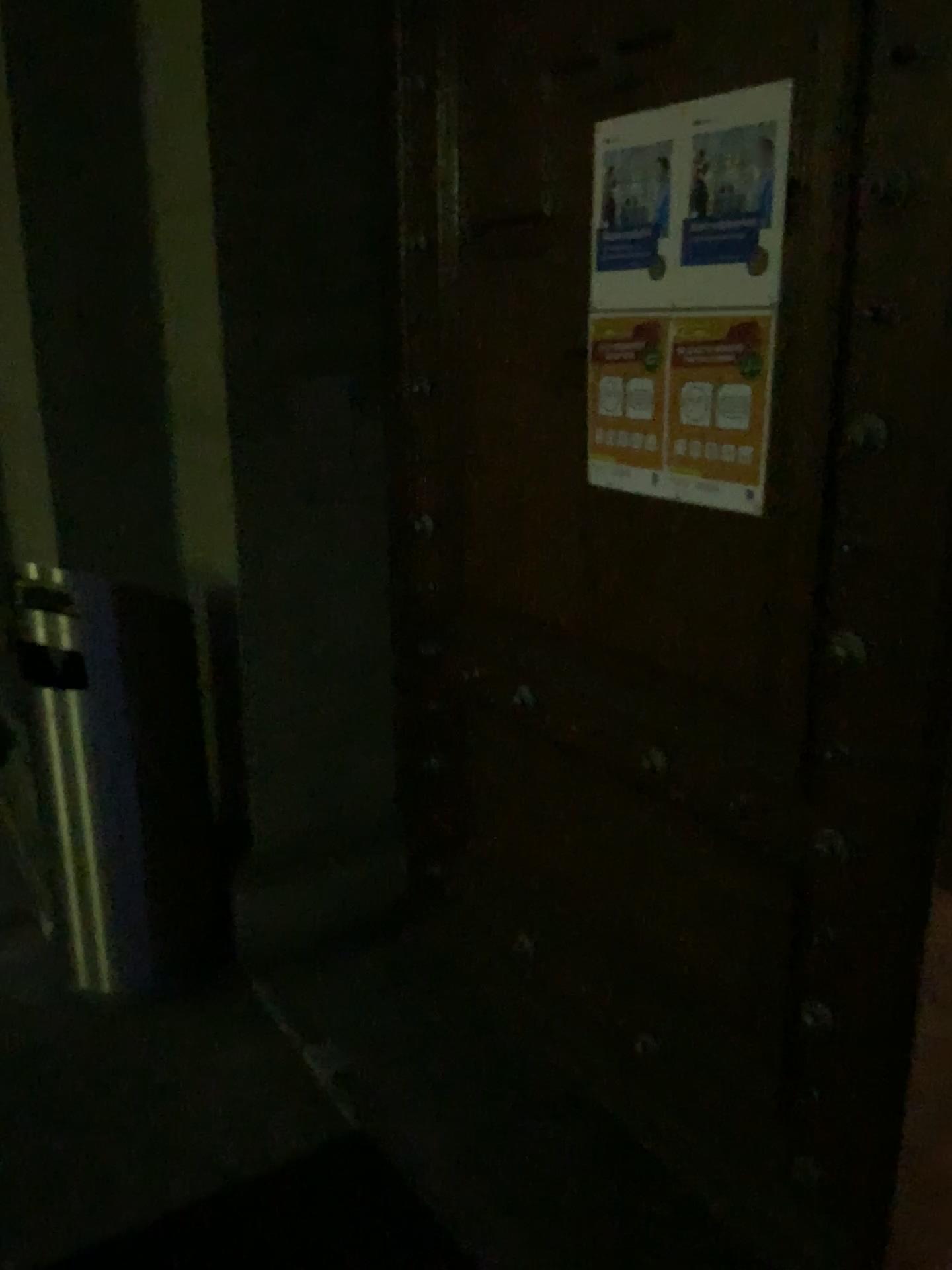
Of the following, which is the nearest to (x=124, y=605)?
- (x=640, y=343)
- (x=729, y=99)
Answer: (x=640, y=343)

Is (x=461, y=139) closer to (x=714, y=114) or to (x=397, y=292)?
(x=397, y=292)

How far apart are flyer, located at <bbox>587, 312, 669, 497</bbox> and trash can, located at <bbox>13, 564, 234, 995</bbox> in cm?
103

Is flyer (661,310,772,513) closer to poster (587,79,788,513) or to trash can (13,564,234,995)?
poster (587,79,788,513)

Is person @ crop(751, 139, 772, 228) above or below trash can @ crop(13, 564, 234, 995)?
above

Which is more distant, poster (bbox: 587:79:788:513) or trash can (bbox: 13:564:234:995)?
trash can (bbox: 13:564:234:995)

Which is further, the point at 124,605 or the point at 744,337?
the point at 124,605

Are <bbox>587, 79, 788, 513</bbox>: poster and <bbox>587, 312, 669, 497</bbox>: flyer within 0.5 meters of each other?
yes

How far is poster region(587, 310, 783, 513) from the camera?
1.61m

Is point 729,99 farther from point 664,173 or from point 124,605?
point 124,605
